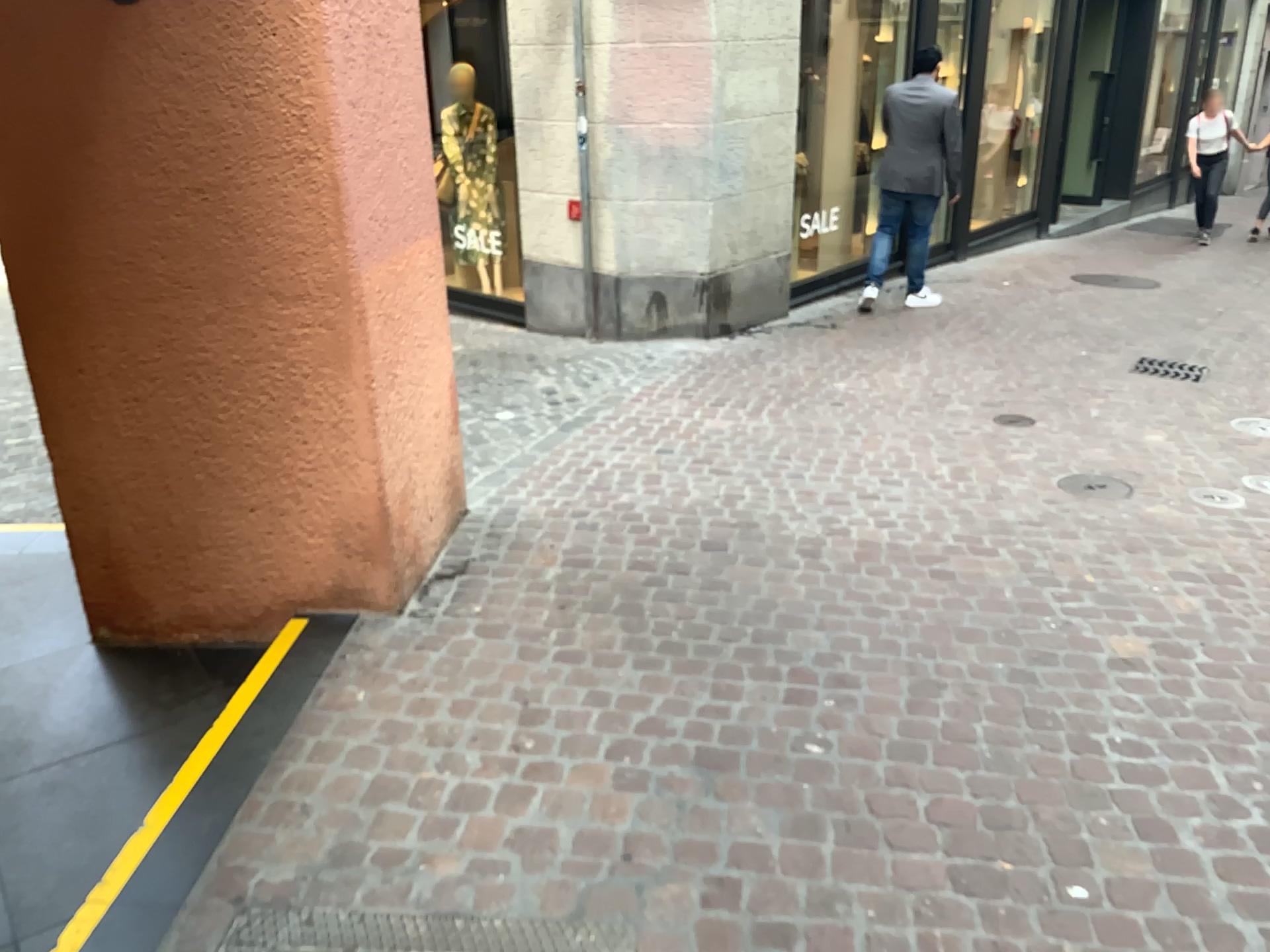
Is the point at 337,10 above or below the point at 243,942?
above

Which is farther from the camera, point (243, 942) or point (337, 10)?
point (337, 10)

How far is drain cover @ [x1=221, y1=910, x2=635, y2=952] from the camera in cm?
196

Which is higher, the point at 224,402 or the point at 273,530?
the point at 224,402

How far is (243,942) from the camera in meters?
2.0

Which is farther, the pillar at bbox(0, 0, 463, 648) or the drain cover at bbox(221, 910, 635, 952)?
the pillar at bbox(0, 0, 463, 648)
